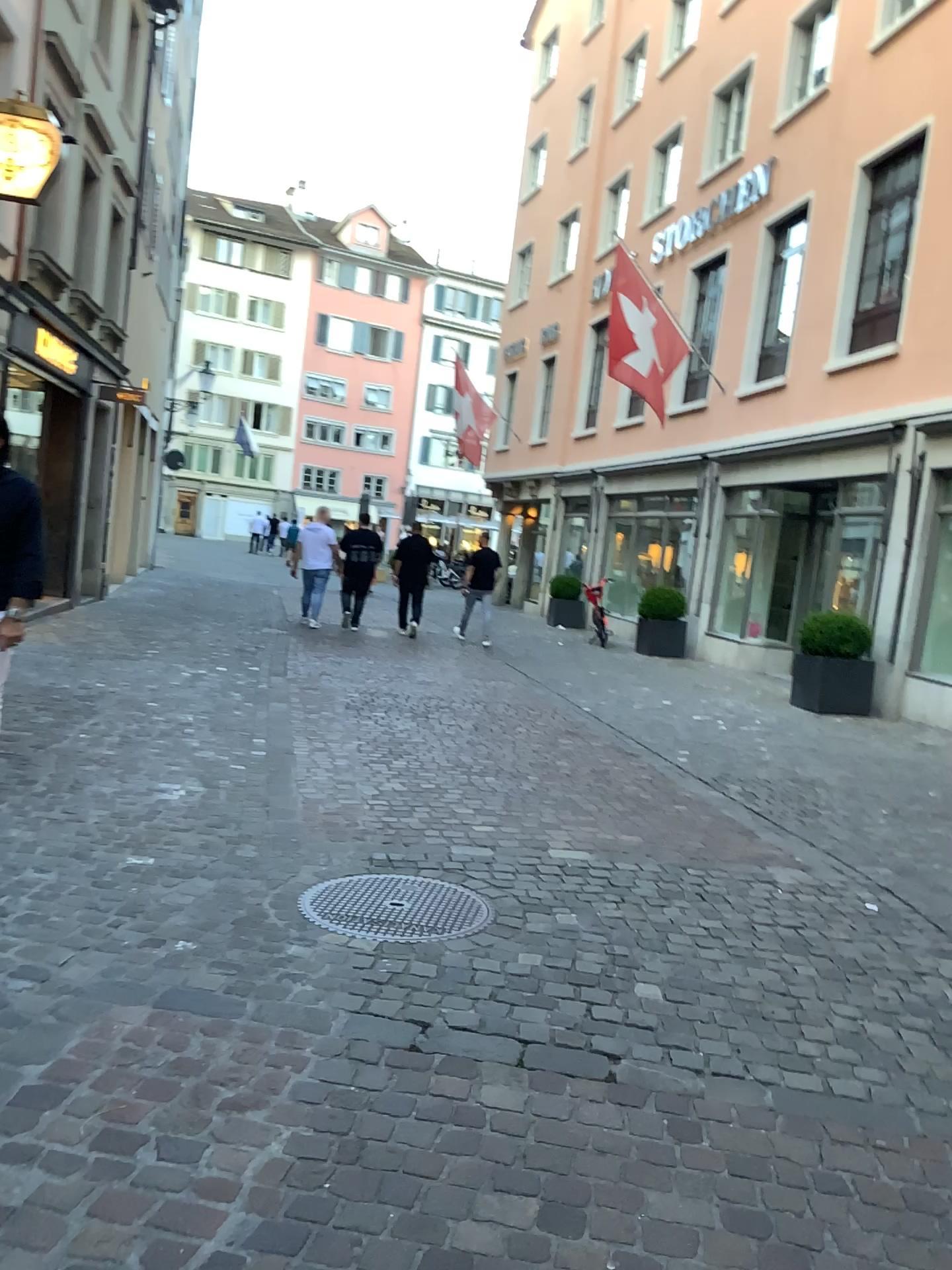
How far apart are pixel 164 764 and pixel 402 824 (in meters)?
1.25
